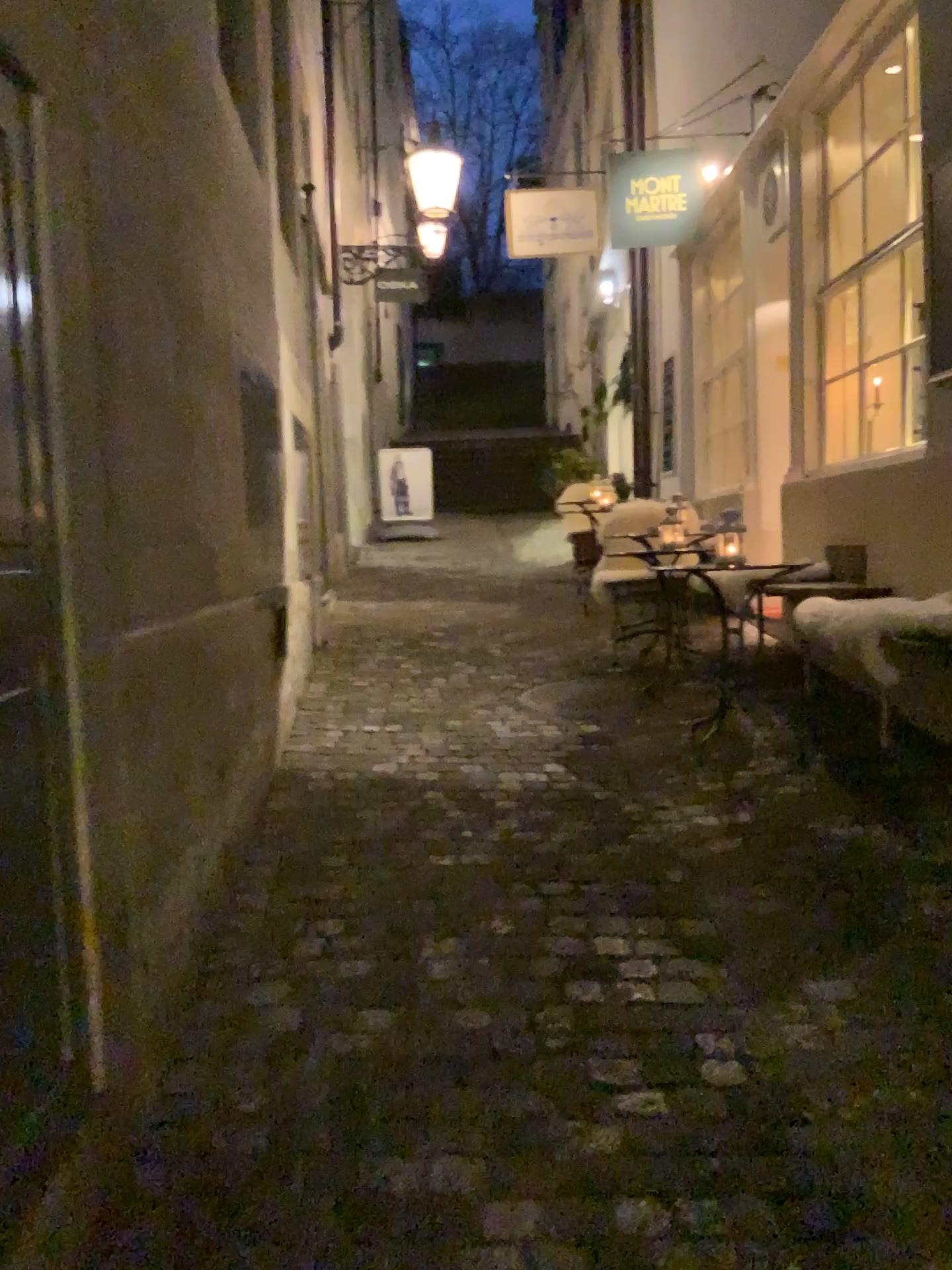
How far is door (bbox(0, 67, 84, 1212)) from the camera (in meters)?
1.38

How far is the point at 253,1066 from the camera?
2.1 meters

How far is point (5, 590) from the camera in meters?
1.4
